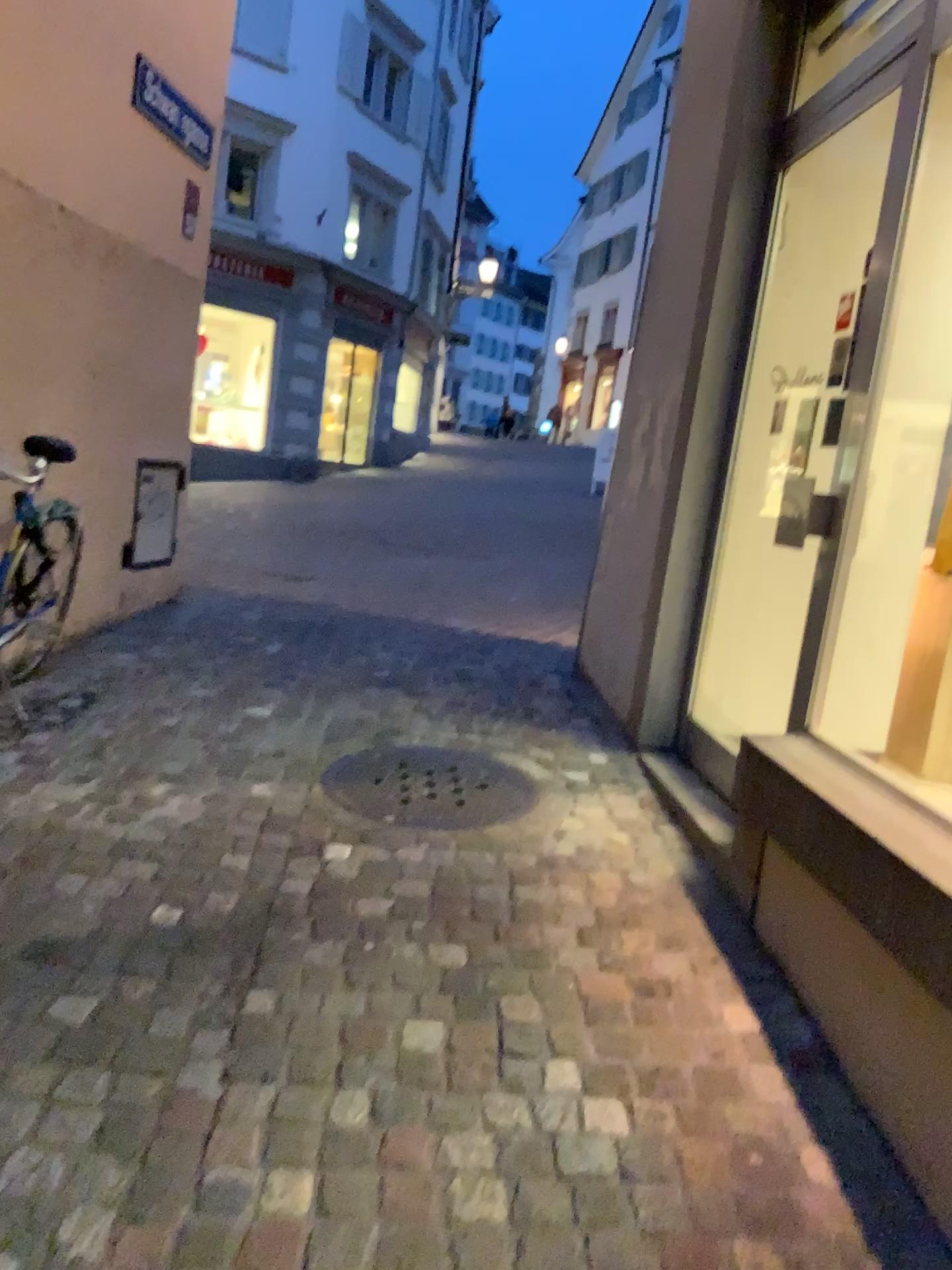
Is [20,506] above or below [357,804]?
above

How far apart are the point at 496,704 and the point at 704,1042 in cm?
234
